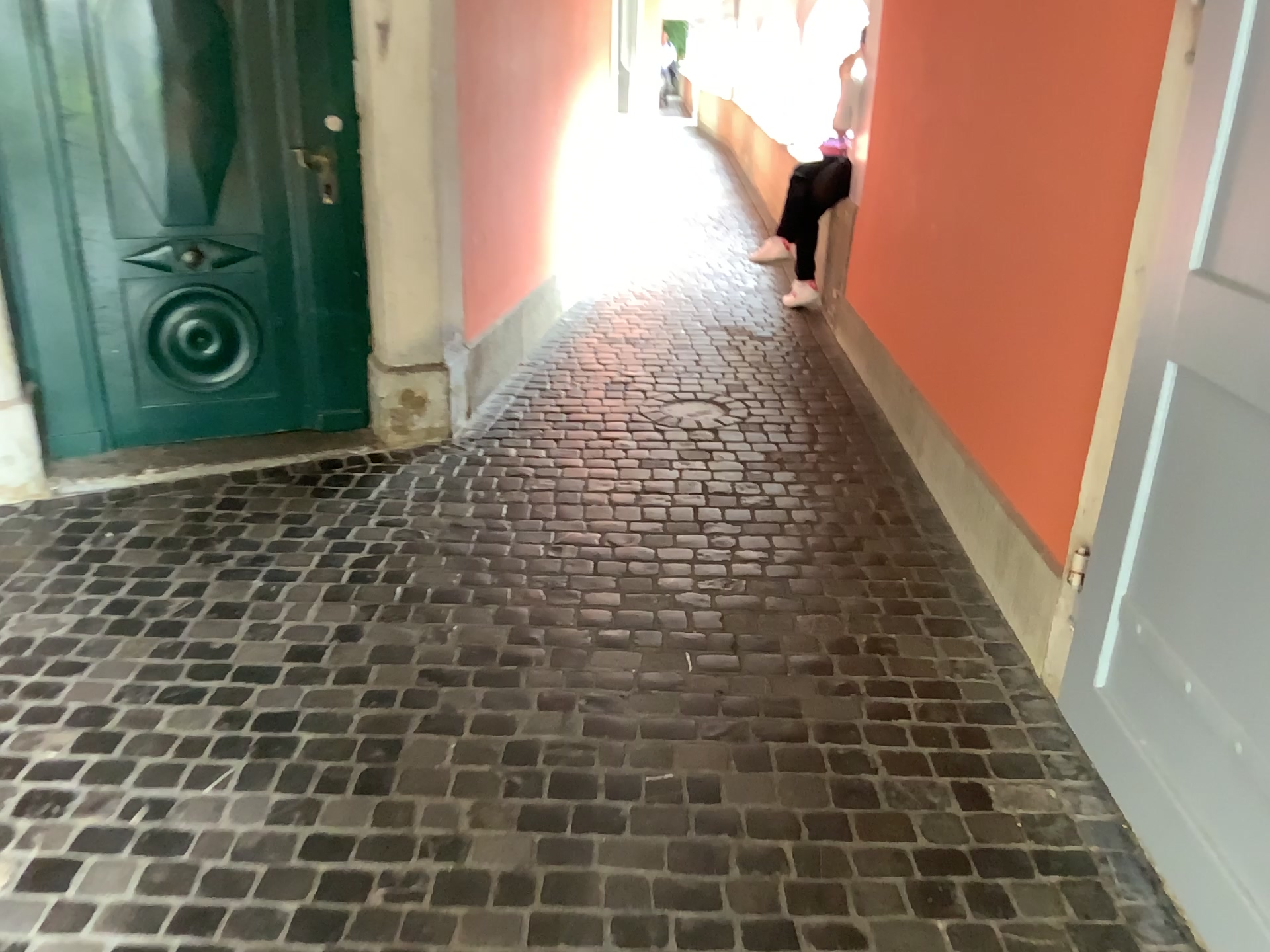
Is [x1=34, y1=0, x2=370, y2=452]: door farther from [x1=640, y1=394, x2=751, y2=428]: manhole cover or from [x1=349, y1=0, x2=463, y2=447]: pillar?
[x1=640, y1=394, x2=751, y2=428]: manhole cover

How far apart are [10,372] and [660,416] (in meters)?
2.16

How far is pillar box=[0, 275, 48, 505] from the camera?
3.3m

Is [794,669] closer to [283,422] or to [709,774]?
[709,774]

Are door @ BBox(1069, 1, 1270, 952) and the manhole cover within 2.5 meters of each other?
yes

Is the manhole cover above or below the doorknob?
below

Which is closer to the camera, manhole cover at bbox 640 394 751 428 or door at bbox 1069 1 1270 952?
door at bbox 1069 1 1270 952

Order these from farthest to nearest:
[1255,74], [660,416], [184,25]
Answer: [660,416]
[184,25]
[1255,74]

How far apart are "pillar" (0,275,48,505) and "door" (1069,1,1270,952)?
3.12m

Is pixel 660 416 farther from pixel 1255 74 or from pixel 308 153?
pixel 1255 74
